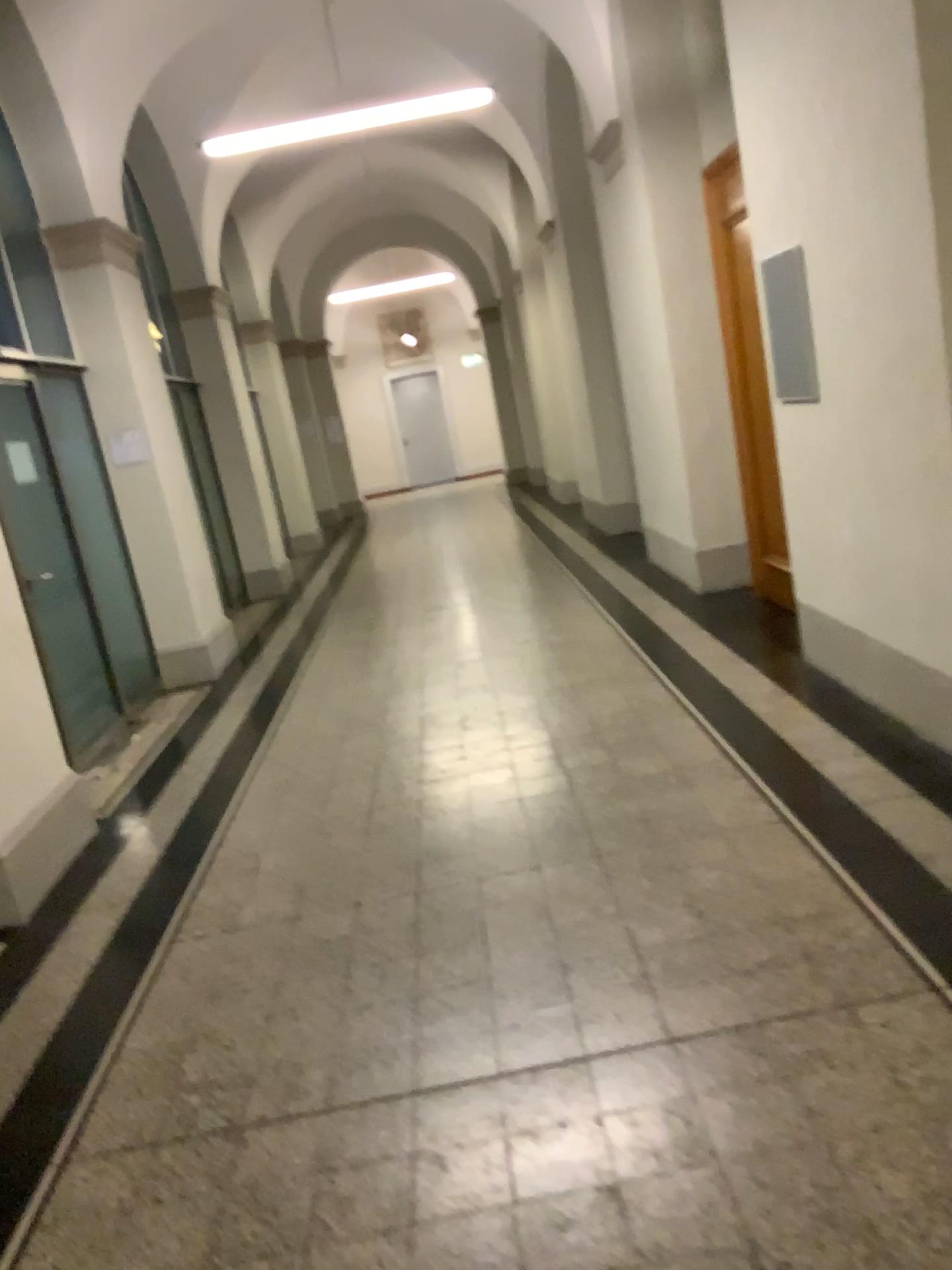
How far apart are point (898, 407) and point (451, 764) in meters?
2.3
